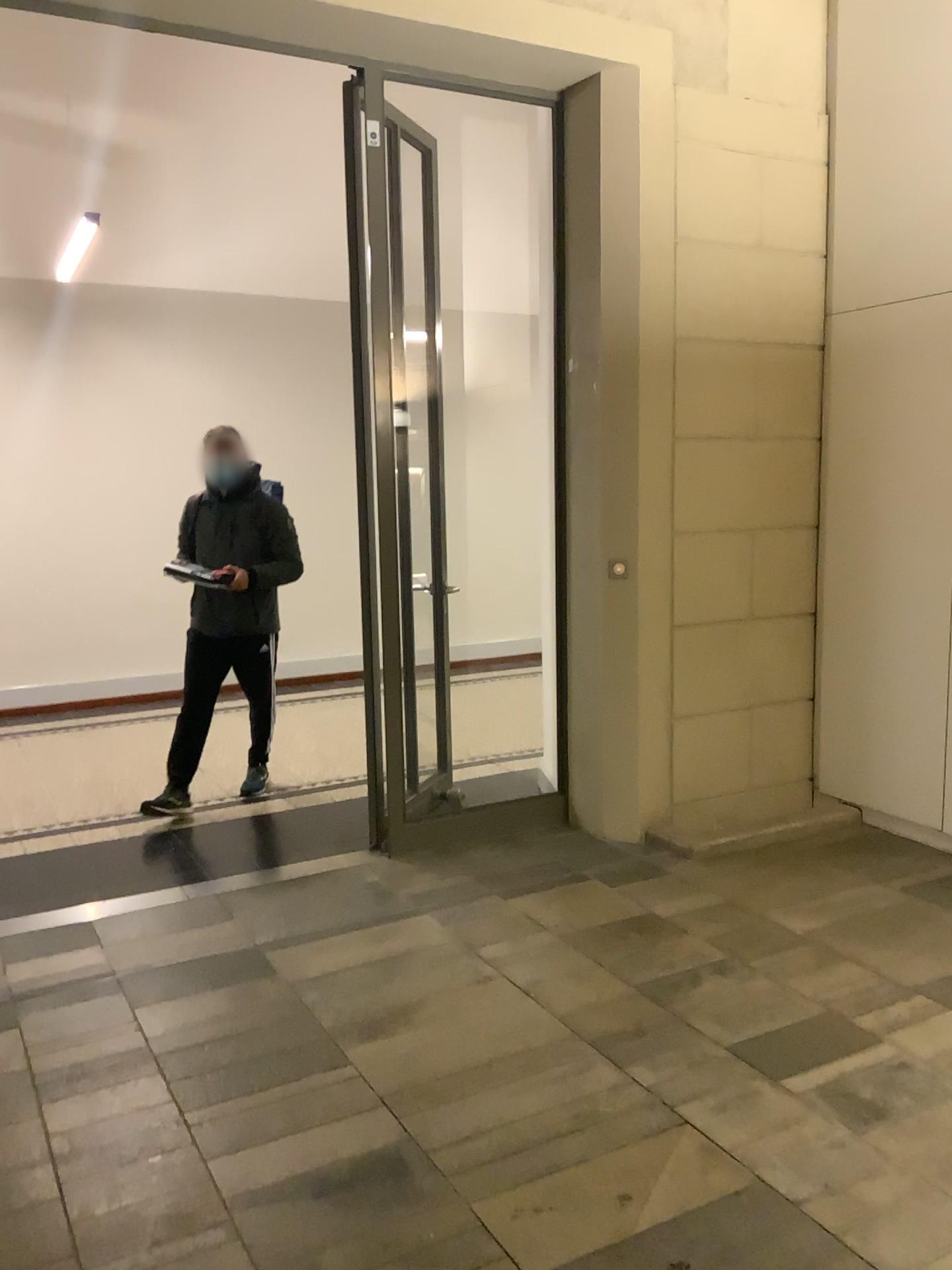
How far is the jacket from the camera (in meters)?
4.81

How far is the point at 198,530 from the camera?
4.81m

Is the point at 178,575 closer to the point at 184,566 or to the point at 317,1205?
the point at 184,566
